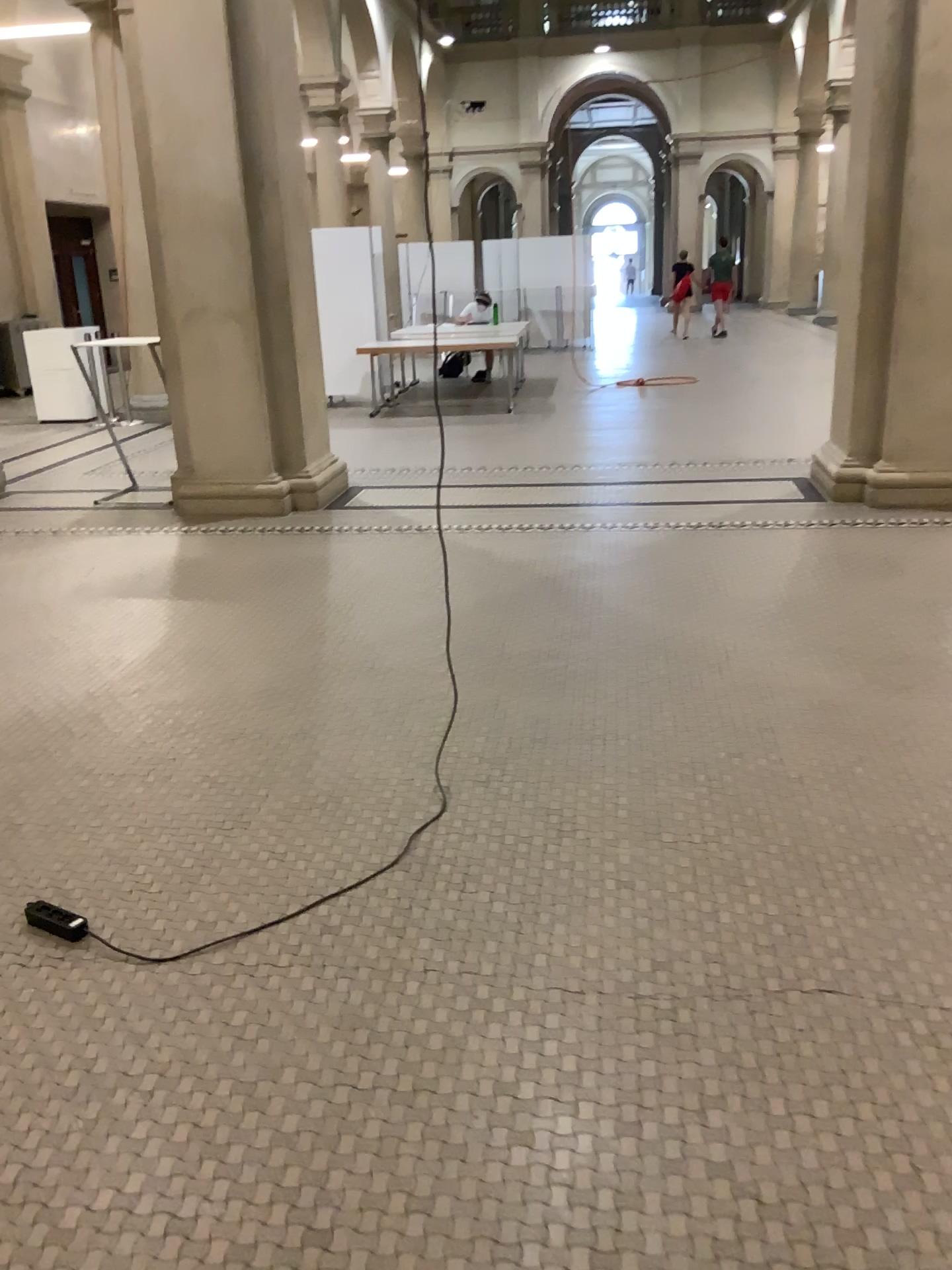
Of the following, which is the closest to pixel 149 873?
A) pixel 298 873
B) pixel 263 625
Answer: pixel 298 873
